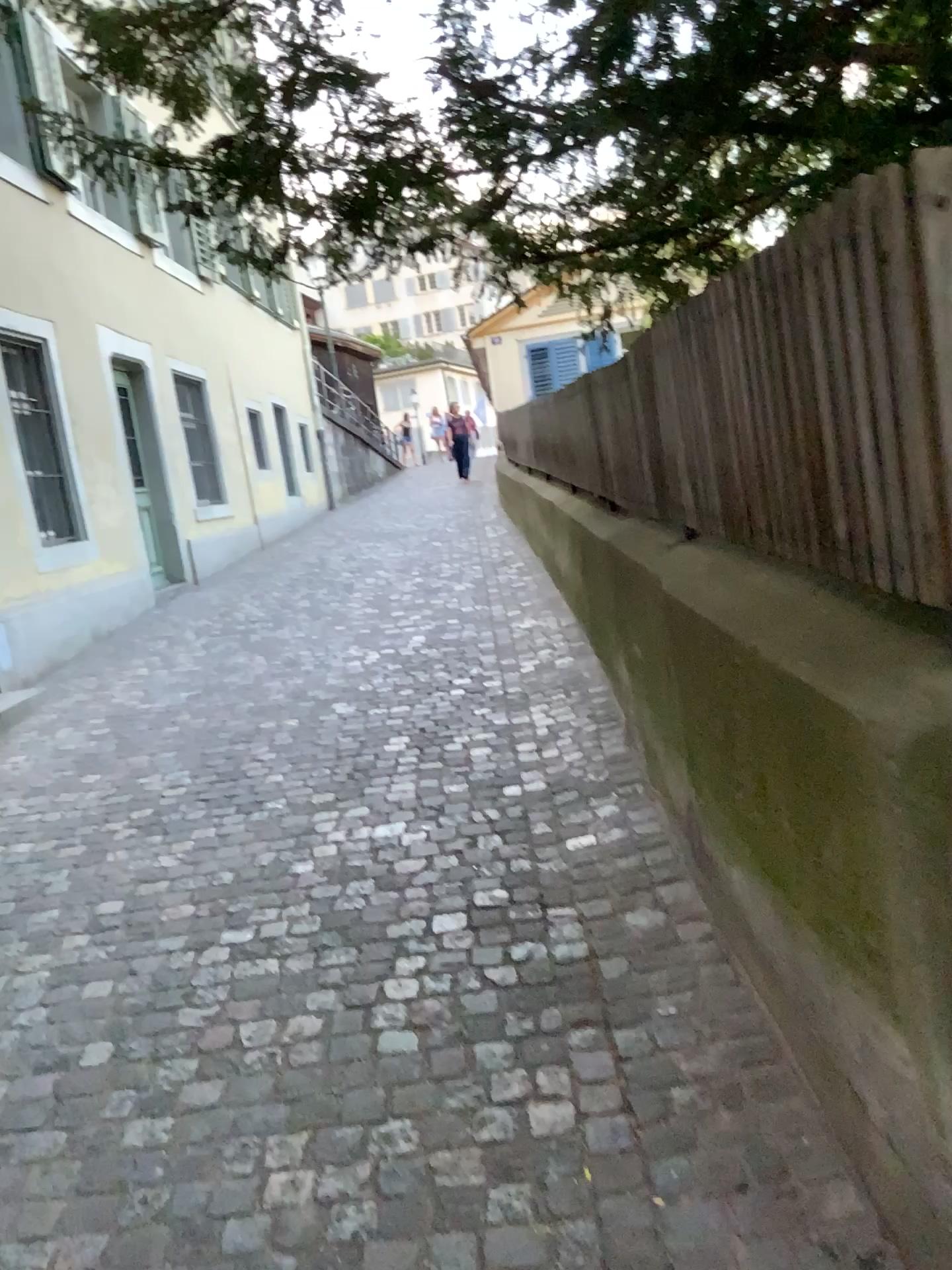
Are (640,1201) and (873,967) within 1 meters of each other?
yes
